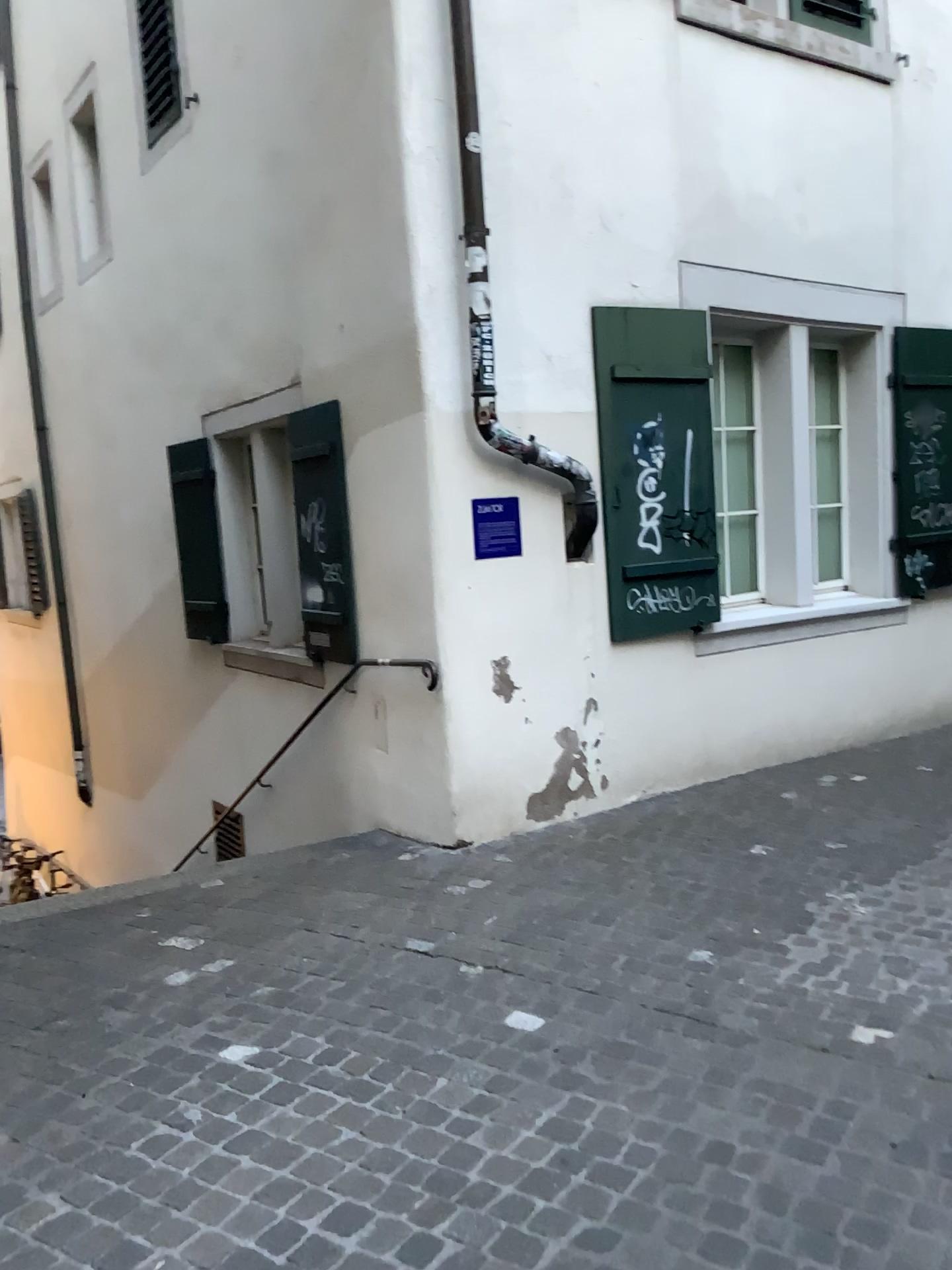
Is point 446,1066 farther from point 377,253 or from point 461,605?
point 377,253

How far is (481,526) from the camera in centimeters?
484cm

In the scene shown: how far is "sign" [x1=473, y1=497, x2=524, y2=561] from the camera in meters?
4.8
